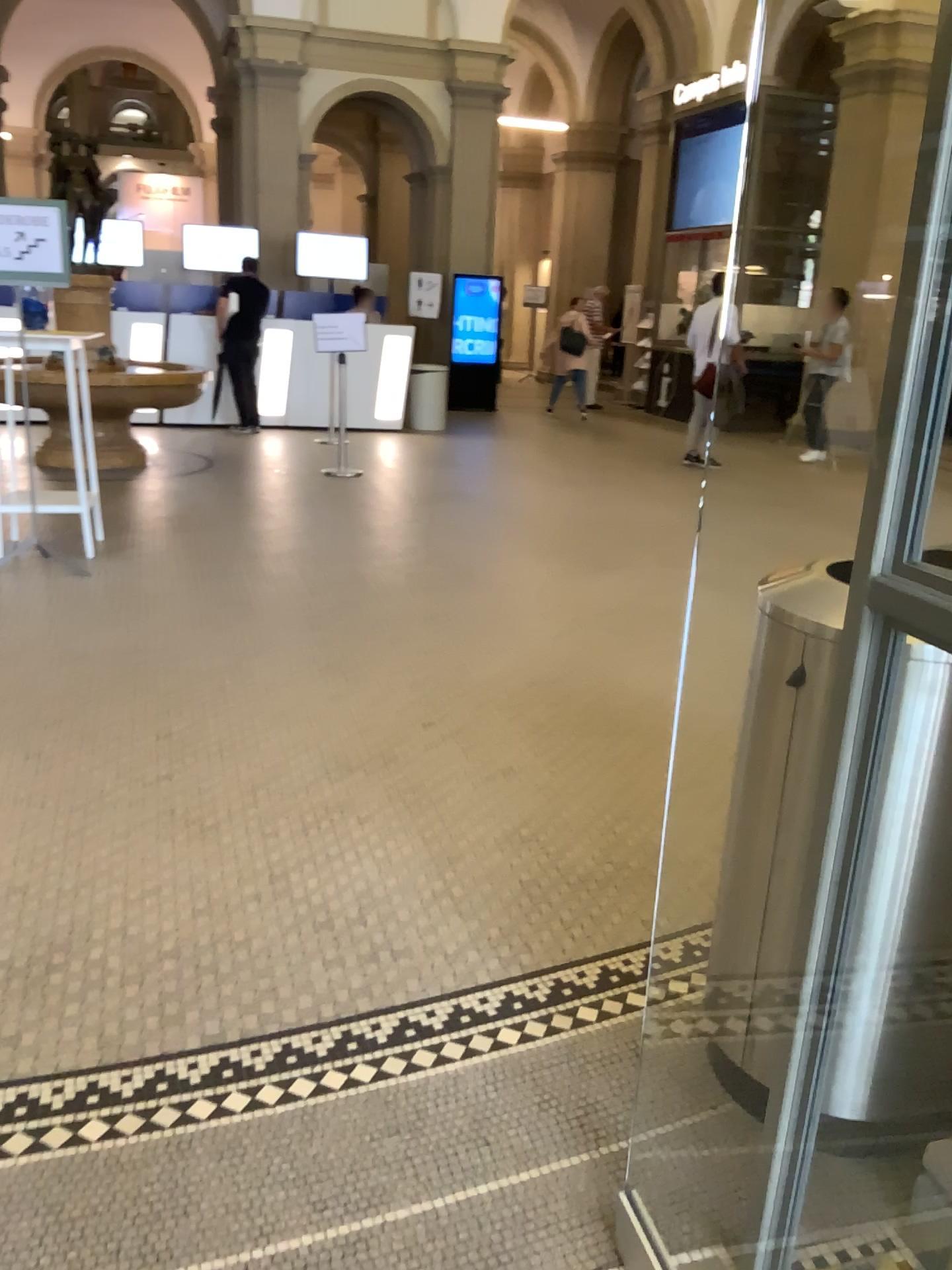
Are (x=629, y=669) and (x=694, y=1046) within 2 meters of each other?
no
